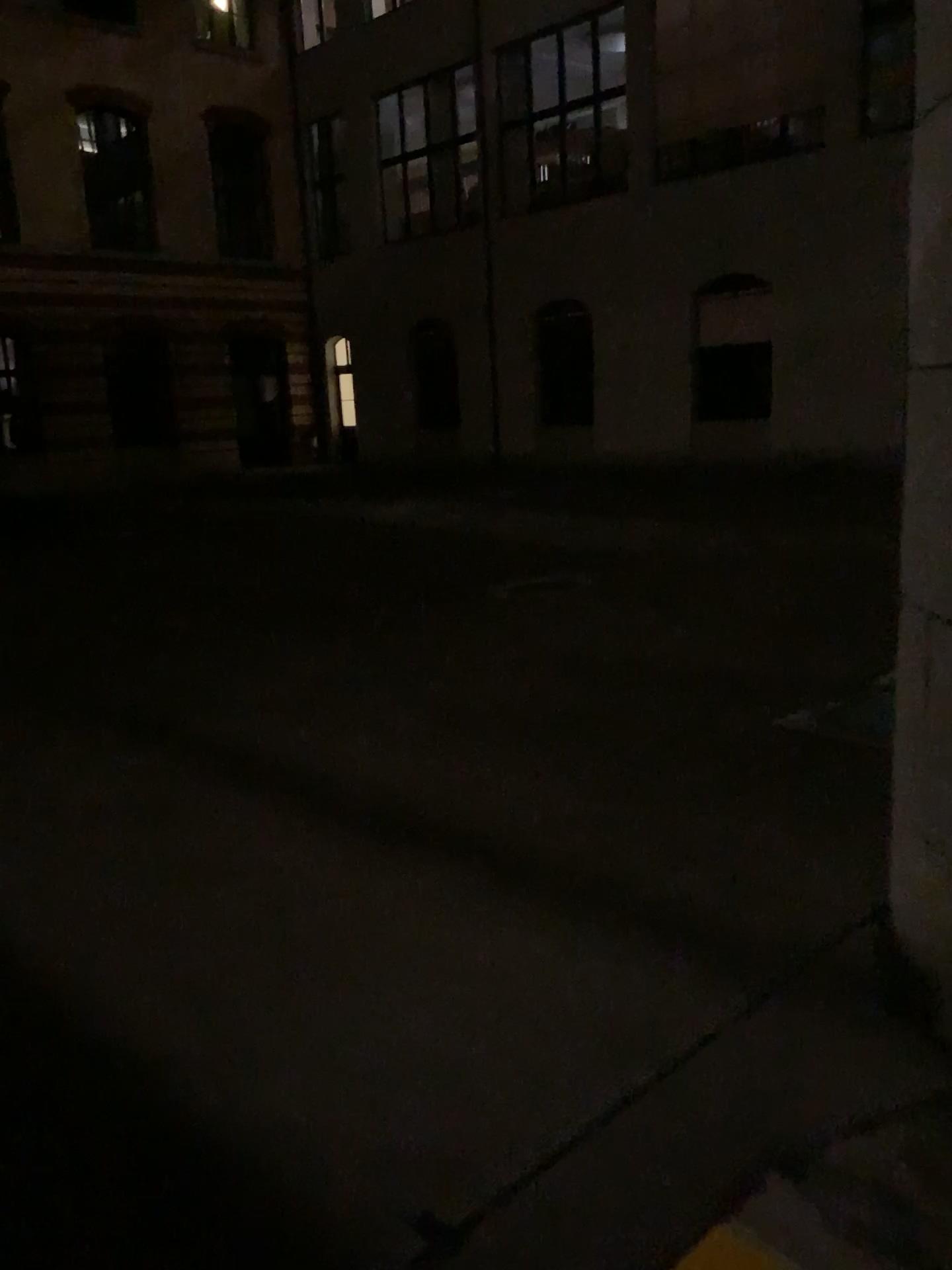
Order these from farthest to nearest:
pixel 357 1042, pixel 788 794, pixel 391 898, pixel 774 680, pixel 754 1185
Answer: pixel 774 680
pixel 788 794
pixel 391 898
pixel 357 1042
pixel 754 1185
